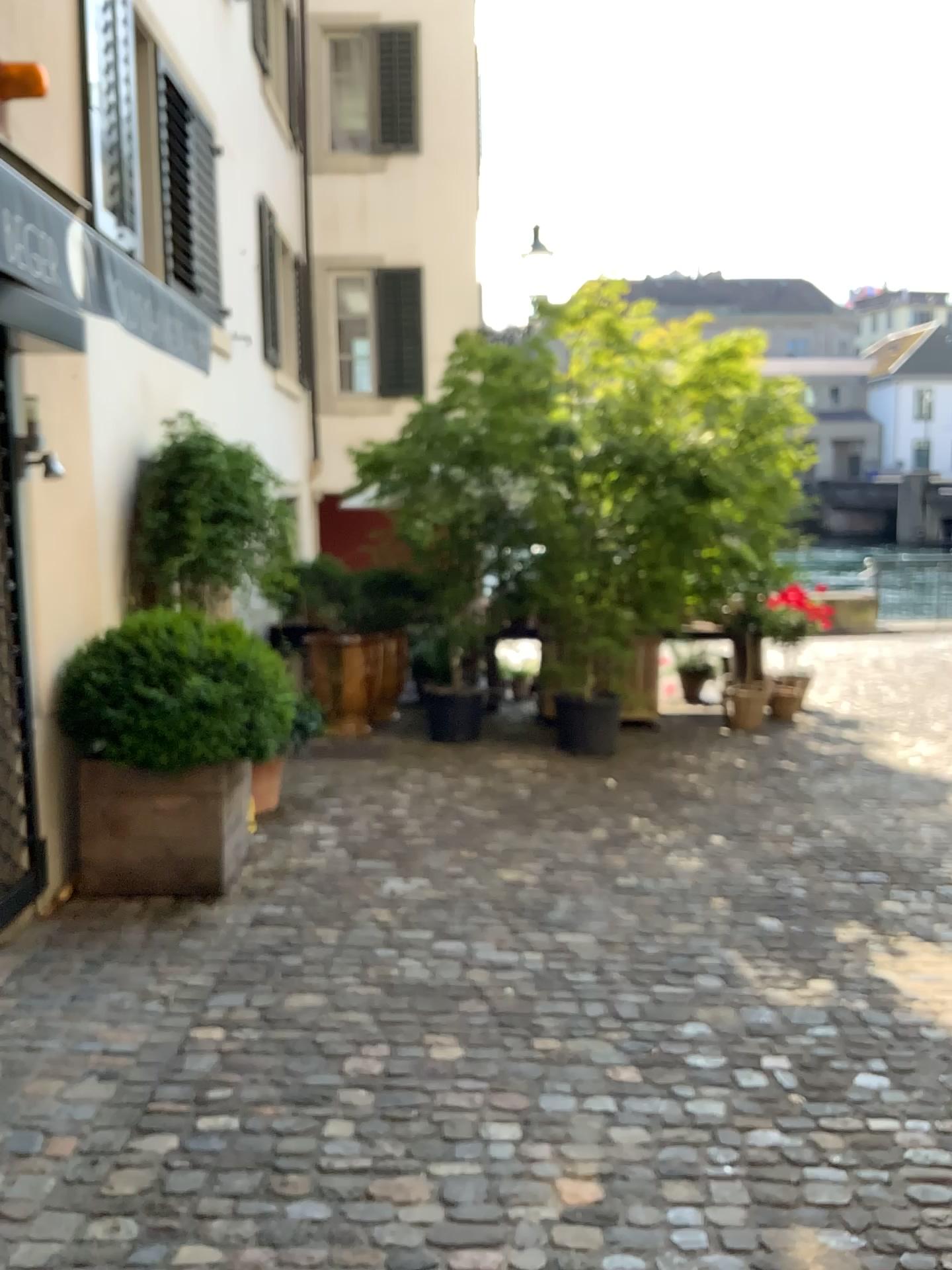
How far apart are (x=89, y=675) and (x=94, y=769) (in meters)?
0.40

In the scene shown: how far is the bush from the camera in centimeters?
419cm

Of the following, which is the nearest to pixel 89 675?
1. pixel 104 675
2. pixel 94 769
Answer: pixel 104 675

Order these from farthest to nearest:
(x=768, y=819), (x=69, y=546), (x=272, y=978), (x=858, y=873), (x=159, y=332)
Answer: (x=768, y=819) → (x=858, y=873) → (x=69, y=546) → (x=272, y=978) → (x=159, y=332)

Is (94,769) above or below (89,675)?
below

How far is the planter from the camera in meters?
4.3 m

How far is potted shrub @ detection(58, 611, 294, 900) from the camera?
4.2m
